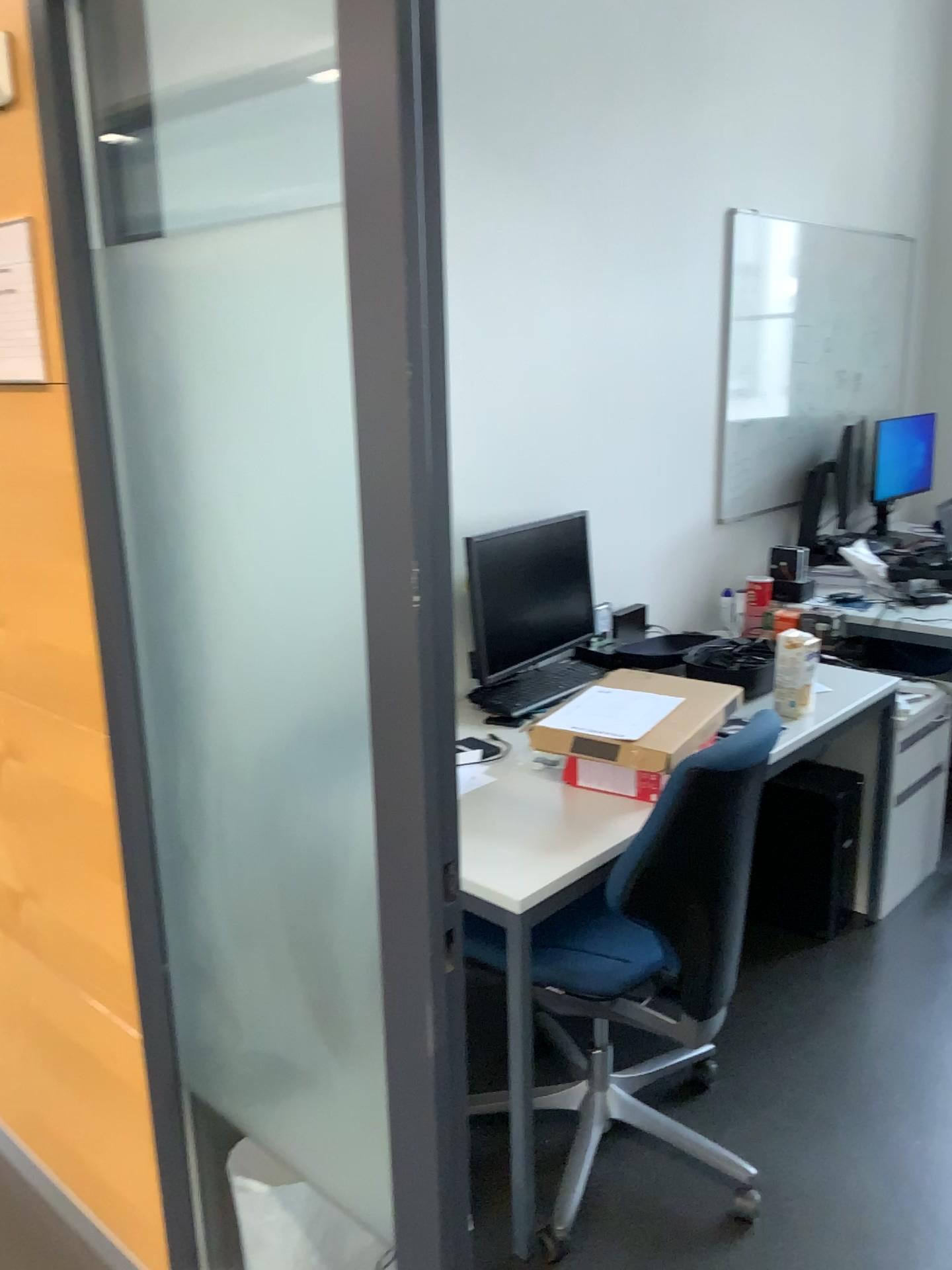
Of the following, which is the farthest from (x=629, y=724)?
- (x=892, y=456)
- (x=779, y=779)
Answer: (x=892, y=456)

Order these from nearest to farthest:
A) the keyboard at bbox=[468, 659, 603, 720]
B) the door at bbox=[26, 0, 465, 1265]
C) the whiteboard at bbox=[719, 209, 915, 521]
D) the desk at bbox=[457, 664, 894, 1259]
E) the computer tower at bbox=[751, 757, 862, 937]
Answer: the door at bbox=[26, 0, 465, 1265] < the desk at bbox=[457, 664, 894, 1259] < the keyboard at bbox=[468, 659, 603, 720] < the computer tower at bbox=[751, 757, 862, 937] < the whiteboard at bbox=[719, 209, 915, 521]

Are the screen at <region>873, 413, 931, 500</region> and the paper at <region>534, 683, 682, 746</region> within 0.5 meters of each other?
no

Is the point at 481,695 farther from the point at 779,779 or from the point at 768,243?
the point at 768,243

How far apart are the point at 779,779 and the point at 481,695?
1.0 meters

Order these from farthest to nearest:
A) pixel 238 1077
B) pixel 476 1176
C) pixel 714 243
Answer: pixel 714 243, pixel 476 1176, pixel 238 1077

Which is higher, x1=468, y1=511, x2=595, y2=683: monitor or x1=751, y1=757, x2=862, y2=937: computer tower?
x1=468, y1=511, x2=595, y2=683: monitor

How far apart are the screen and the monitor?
1.52m

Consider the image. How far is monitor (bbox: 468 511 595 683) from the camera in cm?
270

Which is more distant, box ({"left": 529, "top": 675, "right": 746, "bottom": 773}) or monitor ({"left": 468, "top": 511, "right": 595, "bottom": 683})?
monitor ({"left": 468, "top": 511, "right": 595, "bottom": 683})
